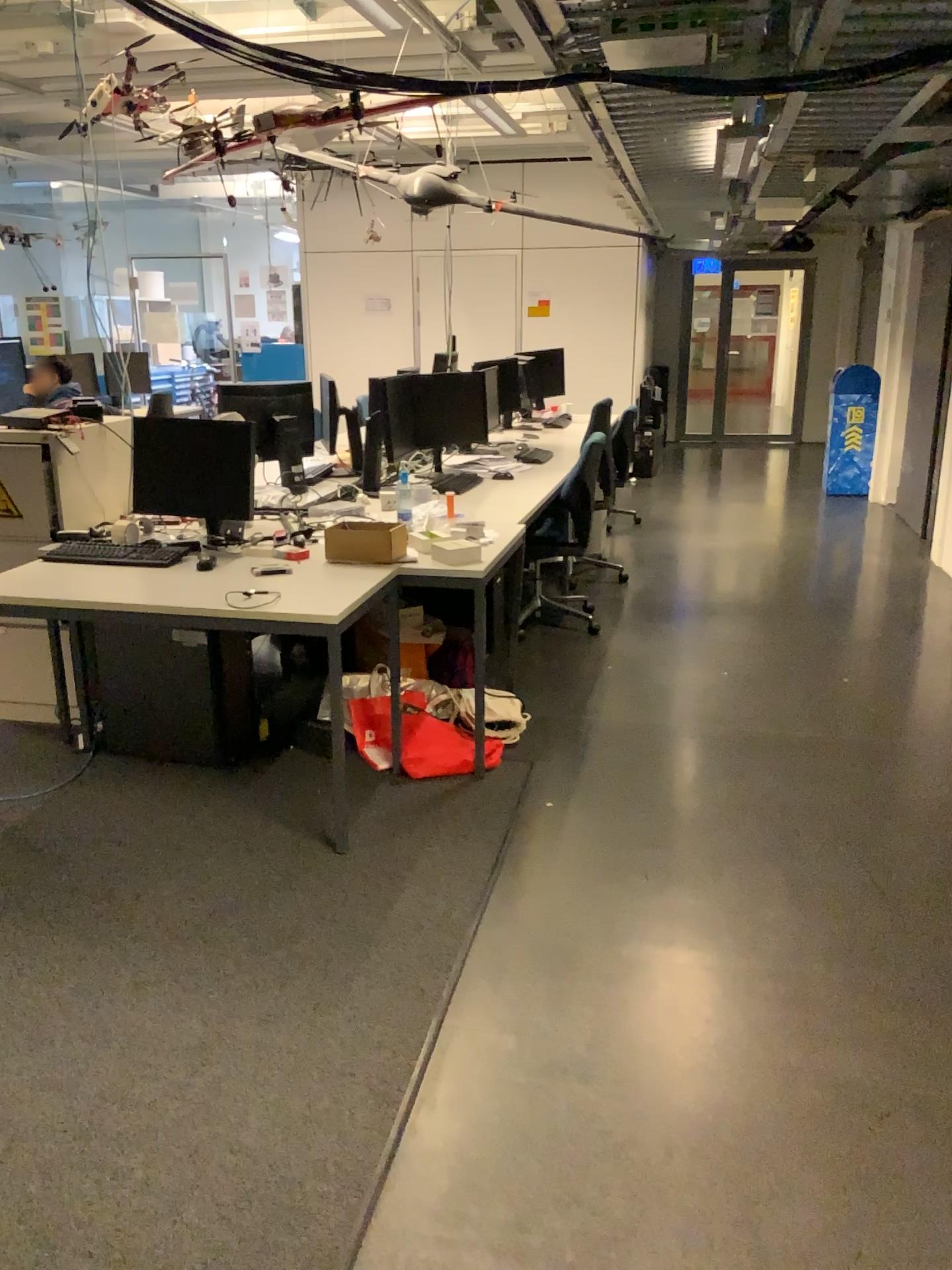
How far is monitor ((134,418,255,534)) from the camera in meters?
3.7

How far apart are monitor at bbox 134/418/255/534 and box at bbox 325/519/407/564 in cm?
43

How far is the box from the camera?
3.5 meters

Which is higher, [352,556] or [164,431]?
[164,431]

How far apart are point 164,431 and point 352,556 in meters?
0.9

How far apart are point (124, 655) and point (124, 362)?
1.4m

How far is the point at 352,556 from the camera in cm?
348
